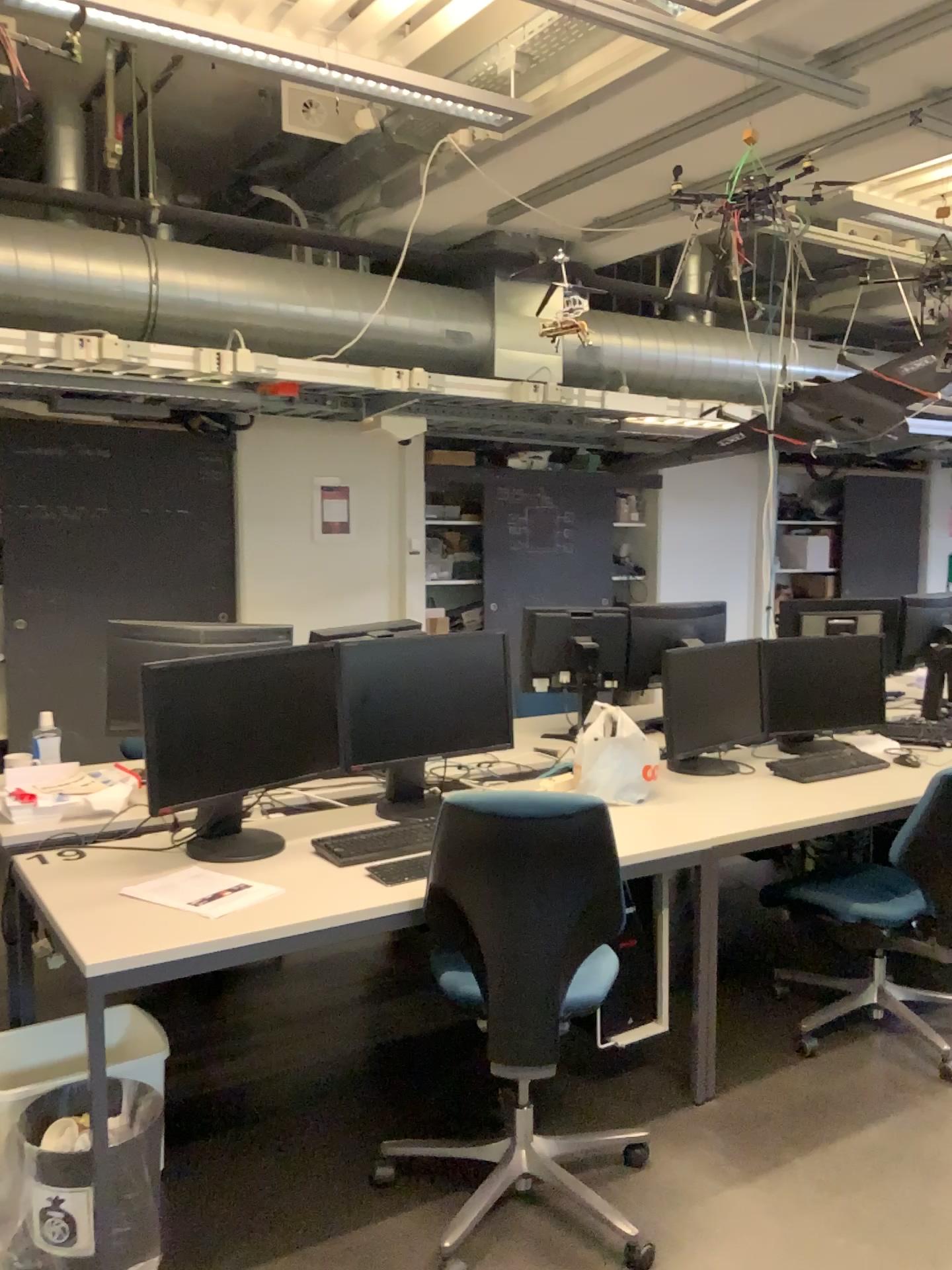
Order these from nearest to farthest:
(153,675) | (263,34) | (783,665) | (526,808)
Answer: (526,808), (153,675), (263,34), (783,665)

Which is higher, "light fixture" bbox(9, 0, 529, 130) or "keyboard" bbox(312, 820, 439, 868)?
"light fixture" bbox(9, 0, 529, 130)

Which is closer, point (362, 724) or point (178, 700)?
point (178, 700)

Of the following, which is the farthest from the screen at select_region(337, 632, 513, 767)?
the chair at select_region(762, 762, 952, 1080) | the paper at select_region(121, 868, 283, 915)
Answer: the chair at select_region(762, 762, 952, 1080)

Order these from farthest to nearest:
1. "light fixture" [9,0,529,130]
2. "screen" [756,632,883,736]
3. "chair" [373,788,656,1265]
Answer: "screen" [756,632,883,736] → "light fixture" [9,0,529,130] → "chair" [373,788,656,1265]

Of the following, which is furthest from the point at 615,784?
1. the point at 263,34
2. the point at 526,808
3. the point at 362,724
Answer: the point at 263,34

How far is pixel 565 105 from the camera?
3.44m

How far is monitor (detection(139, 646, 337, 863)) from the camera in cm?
251

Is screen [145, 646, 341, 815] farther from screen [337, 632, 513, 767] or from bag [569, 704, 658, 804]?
bag [569, 704, 658, 804]

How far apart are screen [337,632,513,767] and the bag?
0.27m
